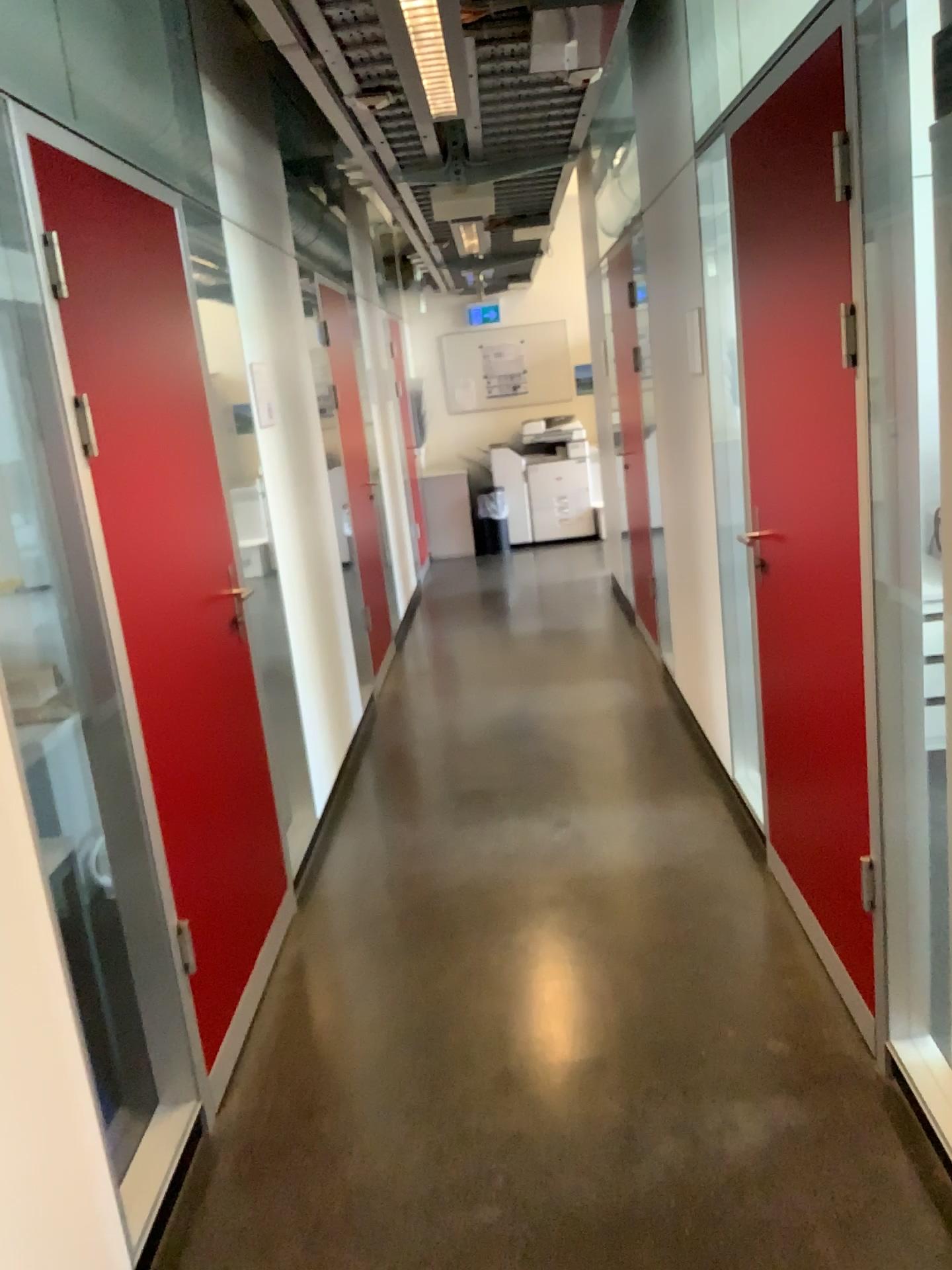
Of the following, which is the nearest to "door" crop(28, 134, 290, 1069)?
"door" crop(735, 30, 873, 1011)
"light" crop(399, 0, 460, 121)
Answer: "light" crop(399, 0, 460, 121)

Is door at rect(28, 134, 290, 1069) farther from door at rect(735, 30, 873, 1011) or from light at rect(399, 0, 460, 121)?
door at rect(735, 30, 873, 1011)

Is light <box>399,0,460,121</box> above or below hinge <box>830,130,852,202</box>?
above

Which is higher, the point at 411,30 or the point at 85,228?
the point at 411,30

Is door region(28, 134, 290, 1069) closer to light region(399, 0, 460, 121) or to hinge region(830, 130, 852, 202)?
light region(399, 0, 460, 121)

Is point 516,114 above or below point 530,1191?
above

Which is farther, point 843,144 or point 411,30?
point 411,30

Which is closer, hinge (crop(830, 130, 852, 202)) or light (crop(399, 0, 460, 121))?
hinge (crop(830, 130, 852, 202))

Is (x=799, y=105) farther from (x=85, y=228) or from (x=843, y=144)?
(x=85, y=228)
